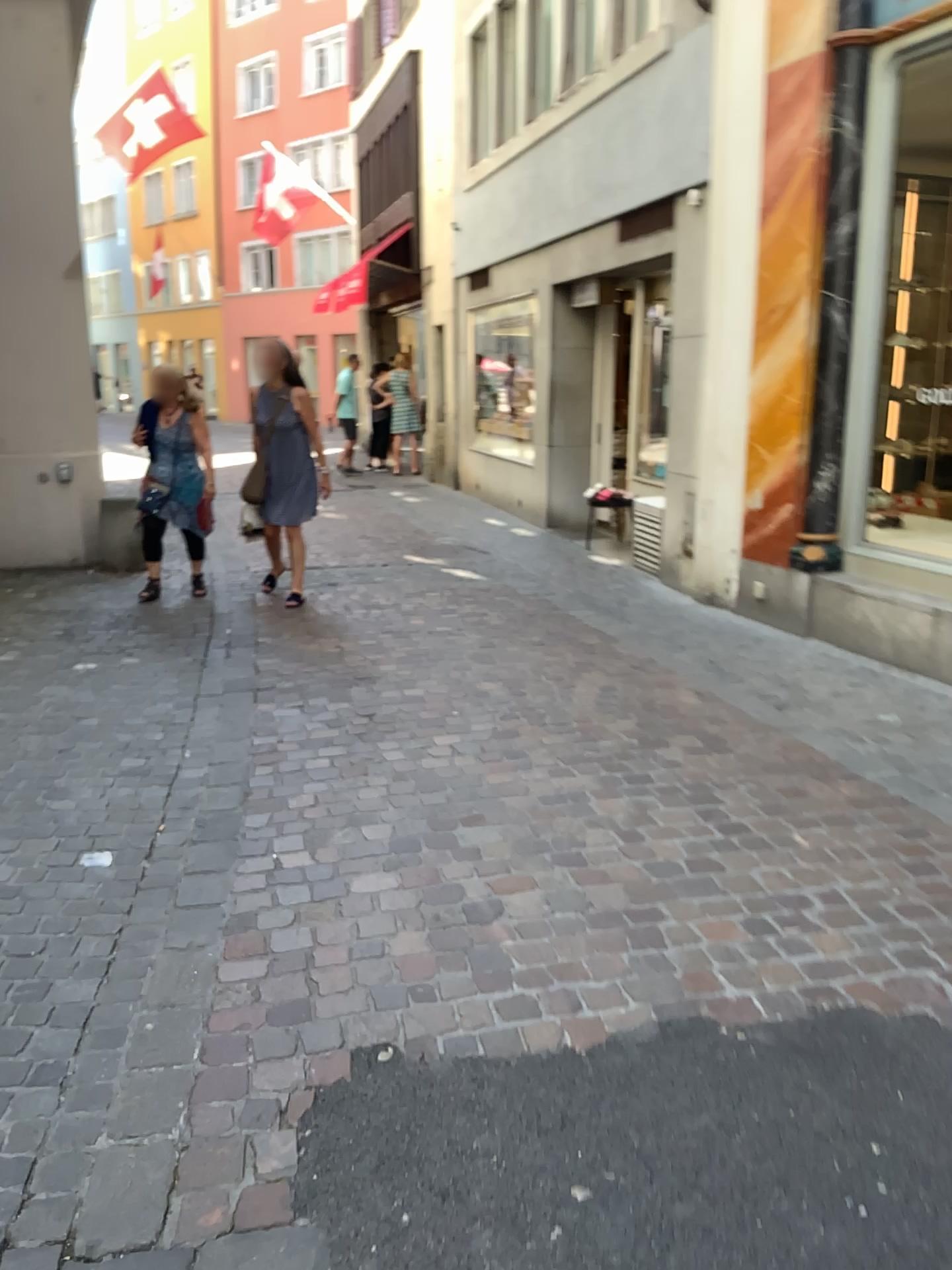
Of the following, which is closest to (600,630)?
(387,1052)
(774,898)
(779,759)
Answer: (779,759)
